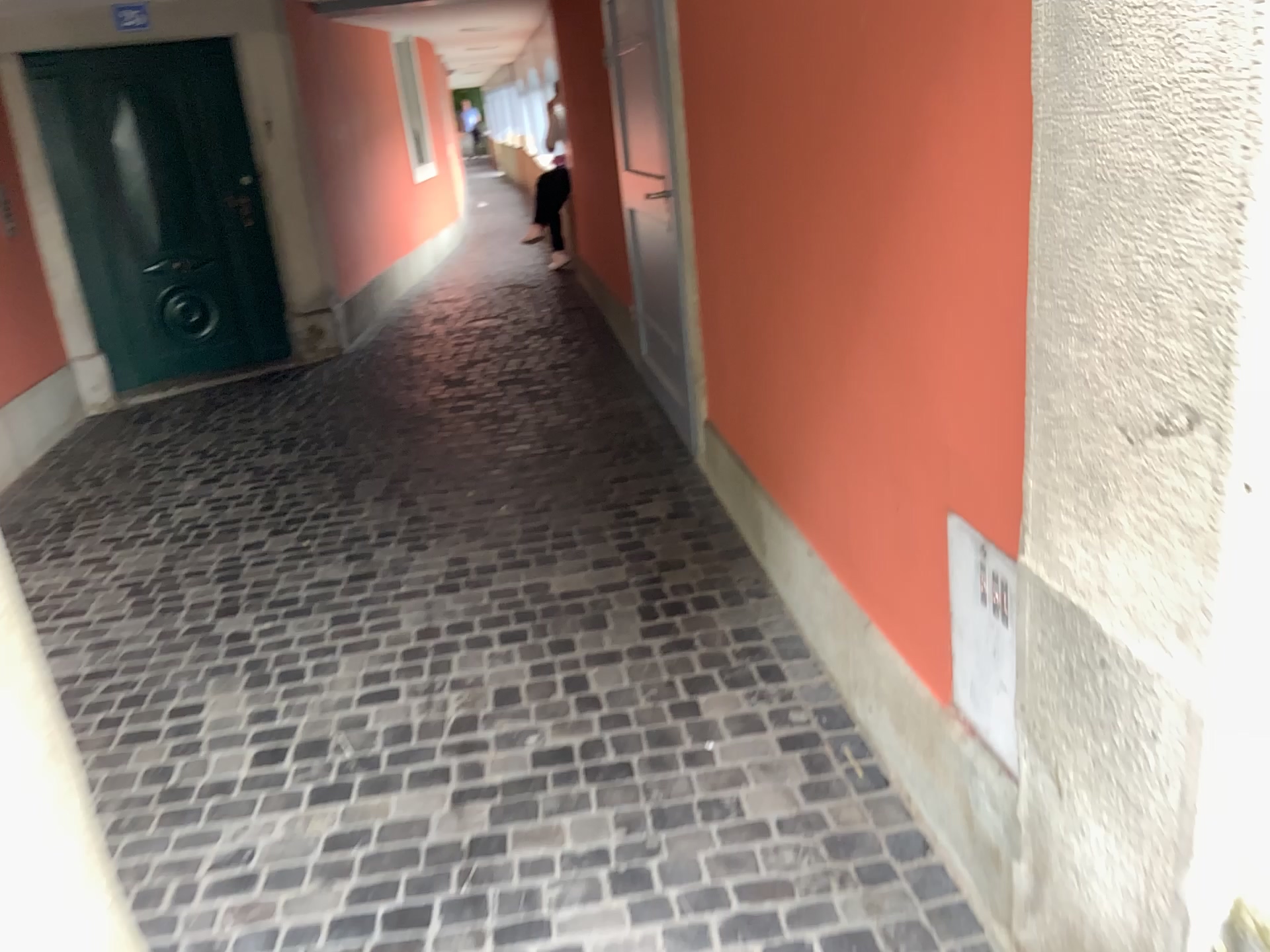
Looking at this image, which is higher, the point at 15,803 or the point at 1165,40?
the point at 1165,40

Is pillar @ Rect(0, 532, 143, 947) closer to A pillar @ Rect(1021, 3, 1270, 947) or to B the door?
A pillar @ Rect(1021, 3, 1270, 947)

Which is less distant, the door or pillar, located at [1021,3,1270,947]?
pillar, located at [1021,3,1270,947]

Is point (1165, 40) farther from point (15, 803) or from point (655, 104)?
point (655, 104)

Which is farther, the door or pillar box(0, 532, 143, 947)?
the door

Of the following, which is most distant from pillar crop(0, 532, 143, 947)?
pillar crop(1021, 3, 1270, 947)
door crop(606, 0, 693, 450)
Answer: door crop(606, 0, 693, 450)

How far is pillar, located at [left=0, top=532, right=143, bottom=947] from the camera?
1.1m

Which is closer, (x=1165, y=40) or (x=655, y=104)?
(x=1165, y=40)

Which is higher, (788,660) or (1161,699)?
(1161,699)
